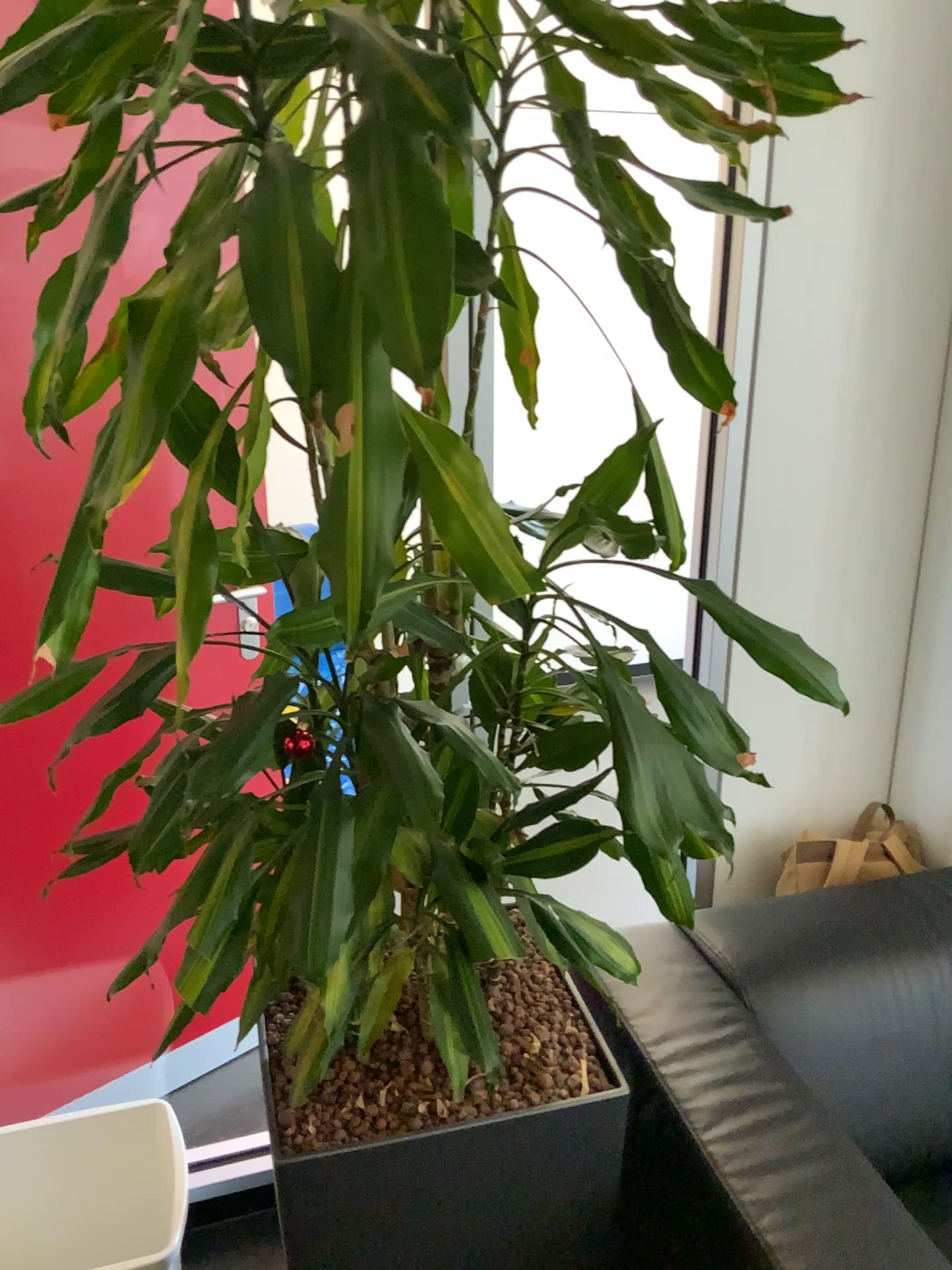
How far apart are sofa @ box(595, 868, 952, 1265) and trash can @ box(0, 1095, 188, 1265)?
0.83m

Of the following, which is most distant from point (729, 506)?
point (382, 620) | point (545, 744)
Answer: point (382, 620)

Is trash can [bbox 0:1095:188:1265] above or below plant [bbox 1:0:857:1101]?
below

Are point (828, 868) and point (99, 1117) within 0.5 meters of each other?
no

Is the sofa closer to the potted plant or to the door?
the potted plant

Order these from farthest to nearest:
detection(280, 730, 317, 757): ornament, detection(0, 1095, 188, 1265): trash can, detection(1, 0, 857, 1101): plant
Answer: detection(0, 1095, 188, 1265): trash can → detection(280, 730, 317, 757): ornament → detection(1, 0, 857, 1101): plant

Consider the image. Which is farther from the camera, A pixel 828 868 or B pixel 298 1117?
A pixel 828 868

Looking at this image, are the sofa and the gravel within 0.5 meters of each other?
yes

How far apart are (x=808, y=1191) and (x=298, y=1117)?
0.6 meters

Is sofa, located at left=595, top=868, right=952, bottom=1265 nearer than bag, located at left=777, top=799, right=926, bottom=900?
Yes
